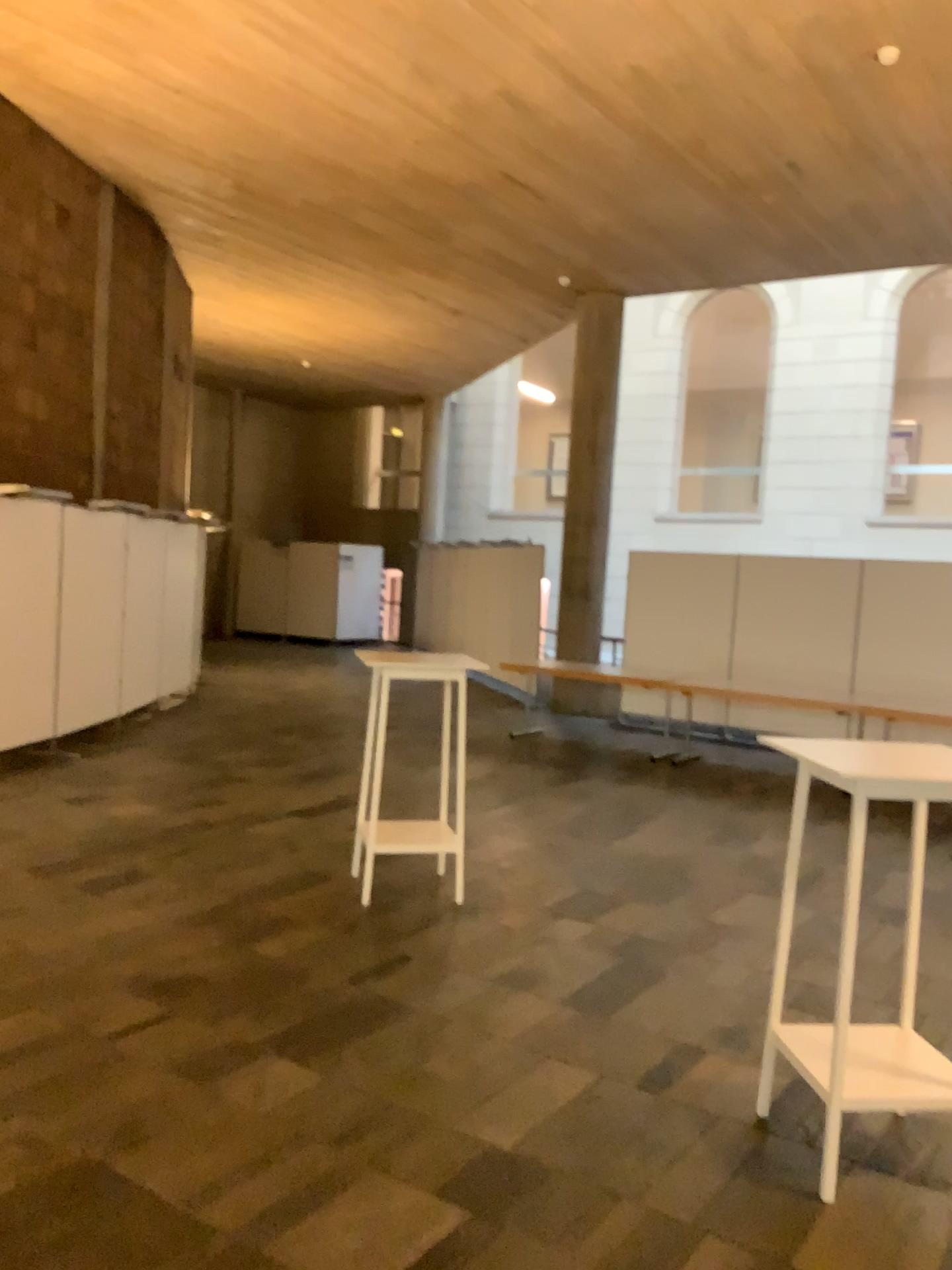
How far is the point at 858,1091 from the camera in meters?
3.0

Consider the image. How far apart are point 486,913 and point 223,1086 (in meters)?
1.97

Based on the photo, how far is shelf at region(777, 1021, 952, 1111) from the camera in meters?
3.0 m
